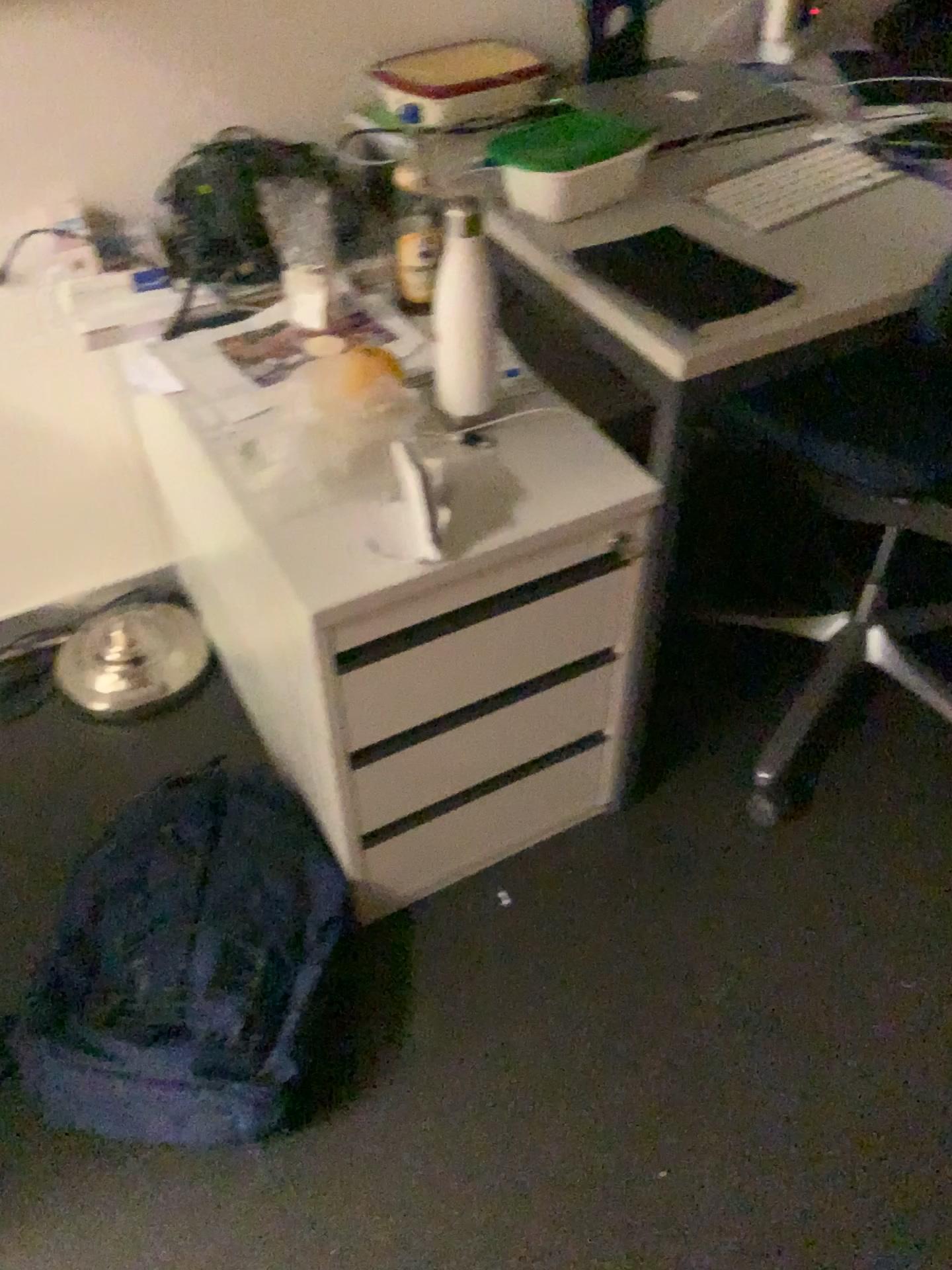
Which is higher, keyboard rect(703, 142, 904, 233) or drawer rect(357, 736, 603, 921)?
keyboard rect(703, 142, 904, 233)

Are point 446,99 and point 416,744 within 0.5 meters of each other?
no

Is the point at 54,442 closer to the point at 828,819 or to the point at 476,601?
the point at 476,601

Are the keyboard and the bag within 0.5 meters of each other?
no

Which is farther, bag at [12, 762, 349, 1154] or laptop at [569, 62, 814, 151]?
laptop at [569, 62, 814, 151]

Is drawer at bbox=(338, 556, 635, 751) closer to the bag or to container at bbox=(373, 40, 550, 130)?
the bag

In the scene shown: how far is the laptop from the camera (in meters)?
1.48

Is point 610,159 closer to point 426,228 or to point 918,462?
point 426,228

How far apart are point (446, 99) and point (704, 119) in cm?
36

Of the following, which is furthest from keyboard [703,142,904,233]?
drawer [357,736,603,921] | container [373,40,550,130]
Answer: drawer [357,736,603,921]
